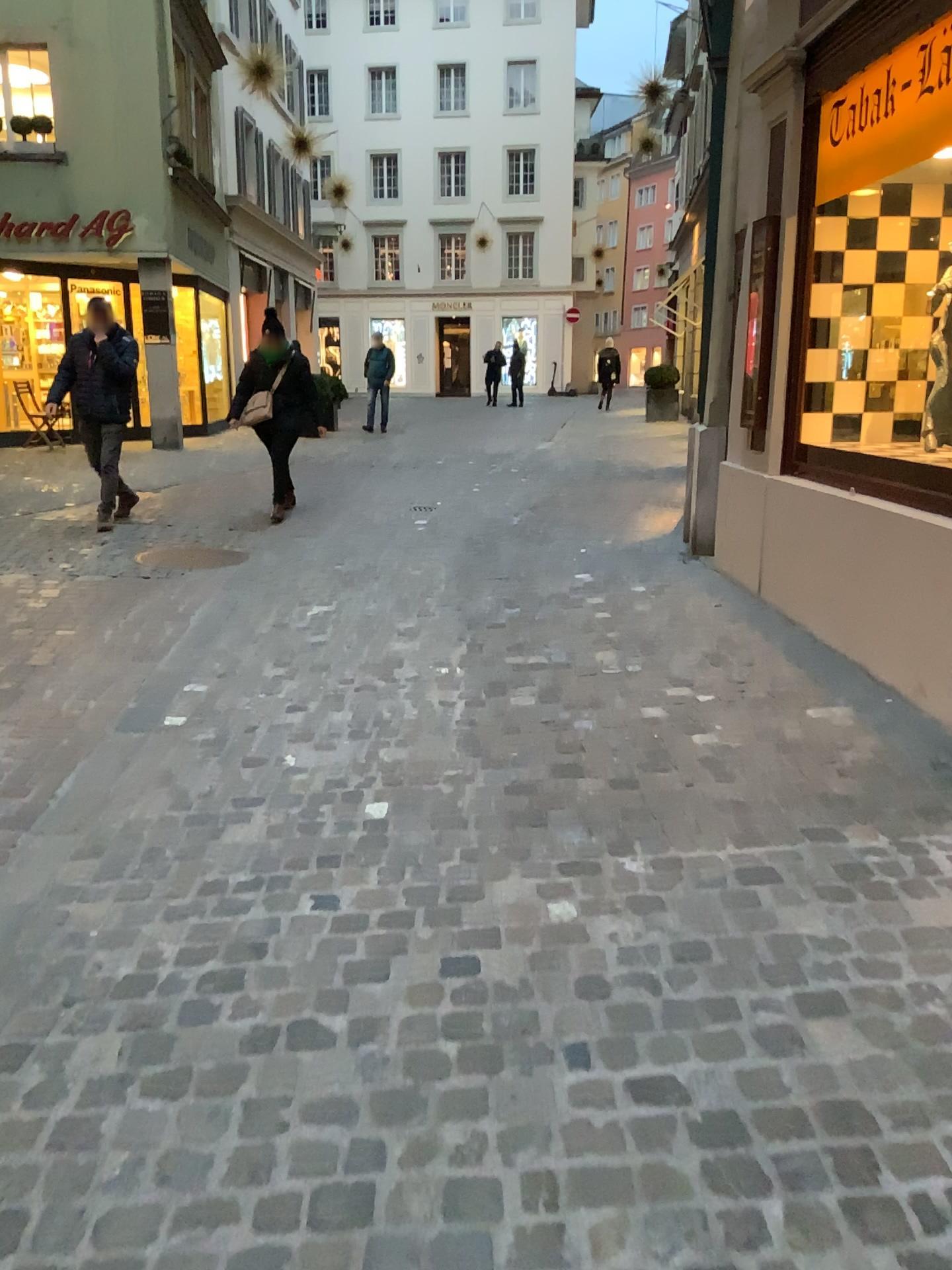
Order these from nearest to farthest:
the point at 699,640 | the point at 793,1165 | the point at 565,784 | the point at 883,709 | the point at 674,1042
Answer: the point at 793,1165
the point at 674,1042
the point at 565,784
the point at 883,709
the point at 699,640
